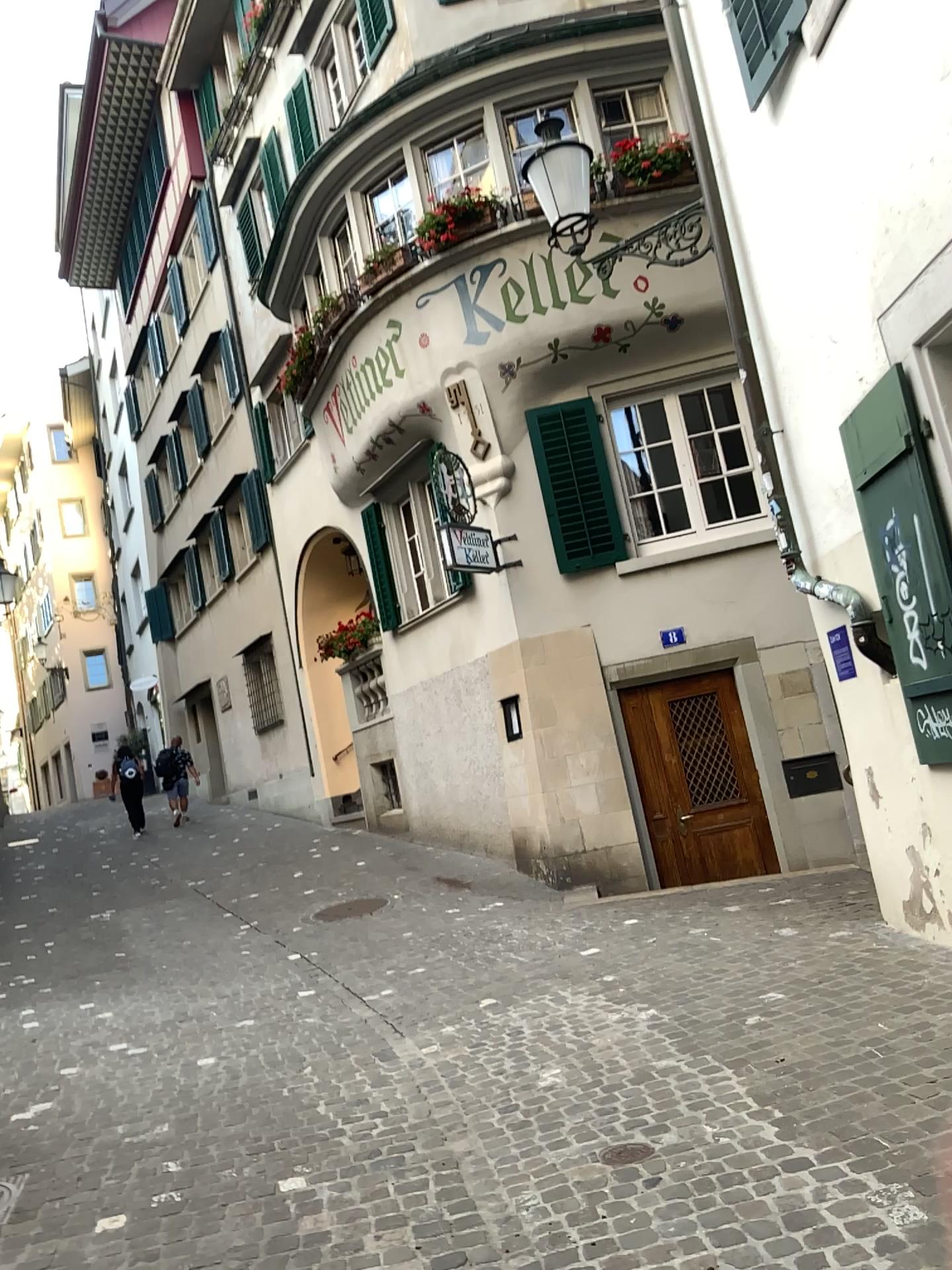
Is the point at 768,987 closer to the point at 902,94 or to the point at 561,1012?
the point at 561,1012
